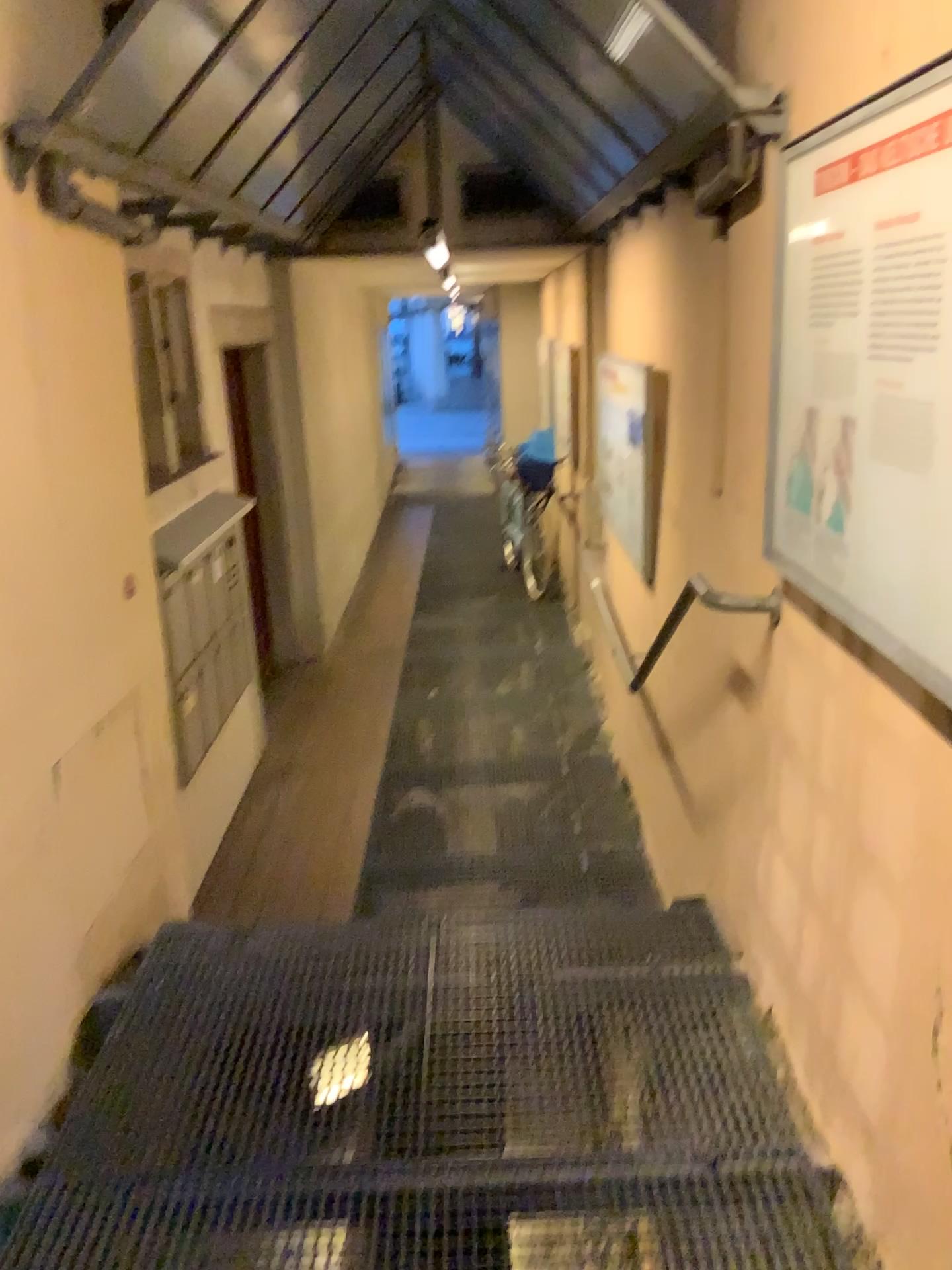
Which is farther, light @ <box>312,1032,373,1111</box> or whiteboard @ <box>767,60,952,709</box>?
light @ <box>312,1032,373,1111</box>

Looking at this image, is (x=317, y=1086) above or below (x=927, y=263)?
below

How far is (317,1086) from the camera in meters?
2.4

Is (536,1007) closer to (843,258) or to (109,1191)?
(109,1191)

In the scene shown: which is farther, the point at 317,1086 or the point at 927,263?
the point at 317,1086

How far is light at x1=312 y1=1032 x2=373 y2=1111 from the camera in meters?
2.4

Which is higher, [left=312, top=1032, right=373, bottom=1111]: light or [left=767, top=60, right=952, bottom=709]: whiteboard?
[left=767, top=60, right=952, bottom=709]: whiteboard
